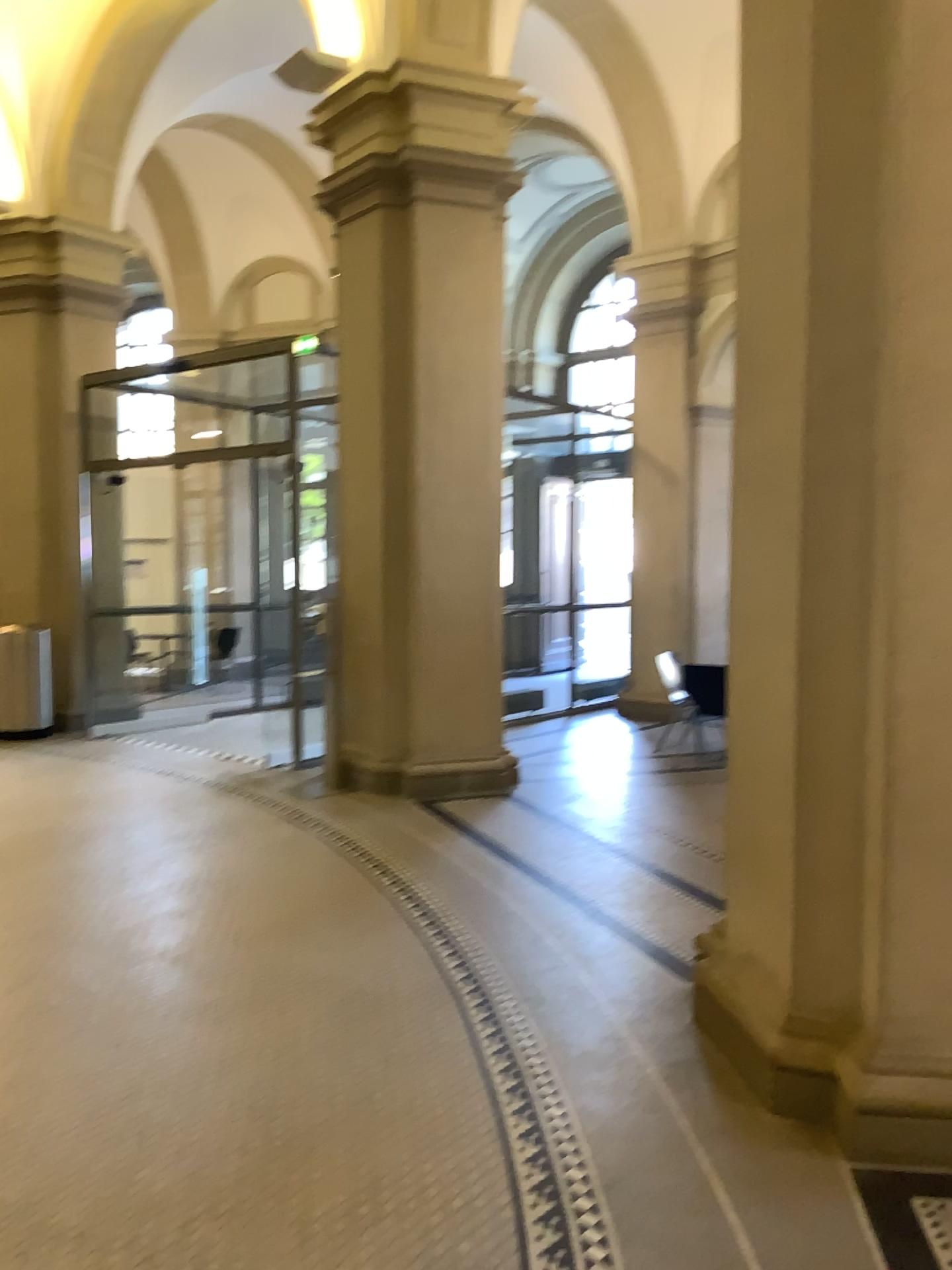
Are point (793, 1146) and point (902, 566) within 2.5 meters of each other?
yes
